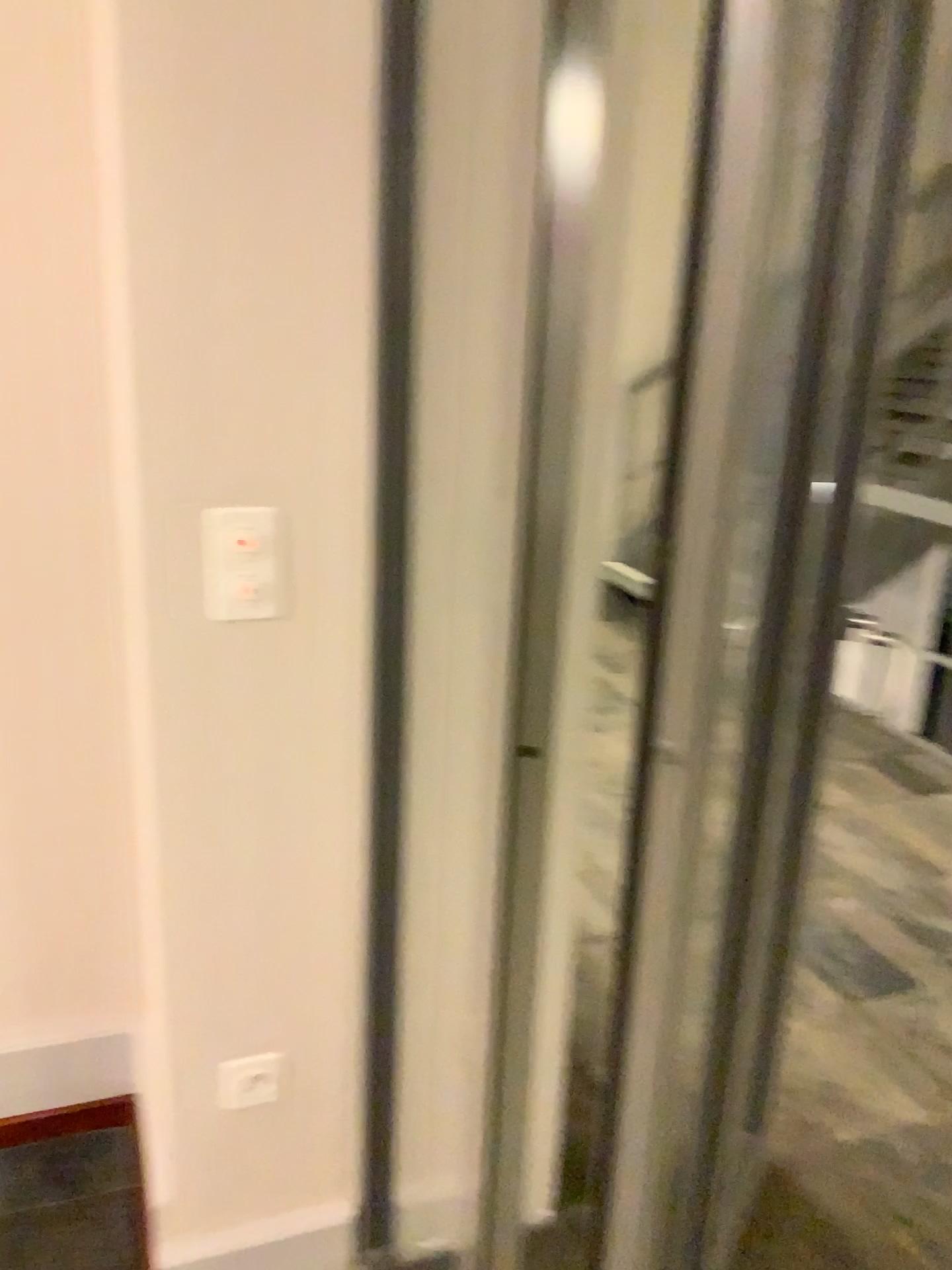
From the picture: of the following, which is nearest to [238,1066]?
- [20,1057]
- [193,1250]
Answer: [193,1250]

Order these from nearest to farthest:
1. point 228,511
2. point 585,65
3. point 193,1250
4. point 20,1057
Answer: point 585,65 → point 228,511 → point 193,1250 → point 20,1057

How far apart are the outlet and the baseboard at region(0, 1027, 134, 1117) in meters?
0.4 m

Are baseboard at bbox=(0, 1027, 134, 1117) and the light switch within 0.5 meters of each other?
no

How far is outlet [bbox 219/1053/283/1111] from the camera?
1.5 meters

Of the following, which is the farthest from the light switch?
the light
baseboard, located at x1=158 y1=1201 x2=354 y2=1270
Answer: baseboard, located at x1=158 y1=1201 x2=354 y2=1270

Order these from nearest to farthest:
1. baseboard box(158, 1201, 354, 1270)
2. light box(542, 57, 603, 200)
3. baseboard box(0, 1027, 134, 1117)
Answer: light box(542, 57, 603, 200) < baseboard box(158, 1201, 354, 1270) < baseboard box(0, 1027, 134, 1117)

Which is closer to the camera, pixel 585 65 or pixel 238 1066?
pixel 585 65

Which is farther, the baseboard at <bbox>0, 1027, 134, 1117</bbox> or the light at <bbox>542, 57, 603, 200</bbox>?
the baseboard at <bbox>0, 1027, 134, 1117</bbox>

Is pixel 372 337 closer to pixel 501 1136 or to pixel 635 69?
pixel 635 69
